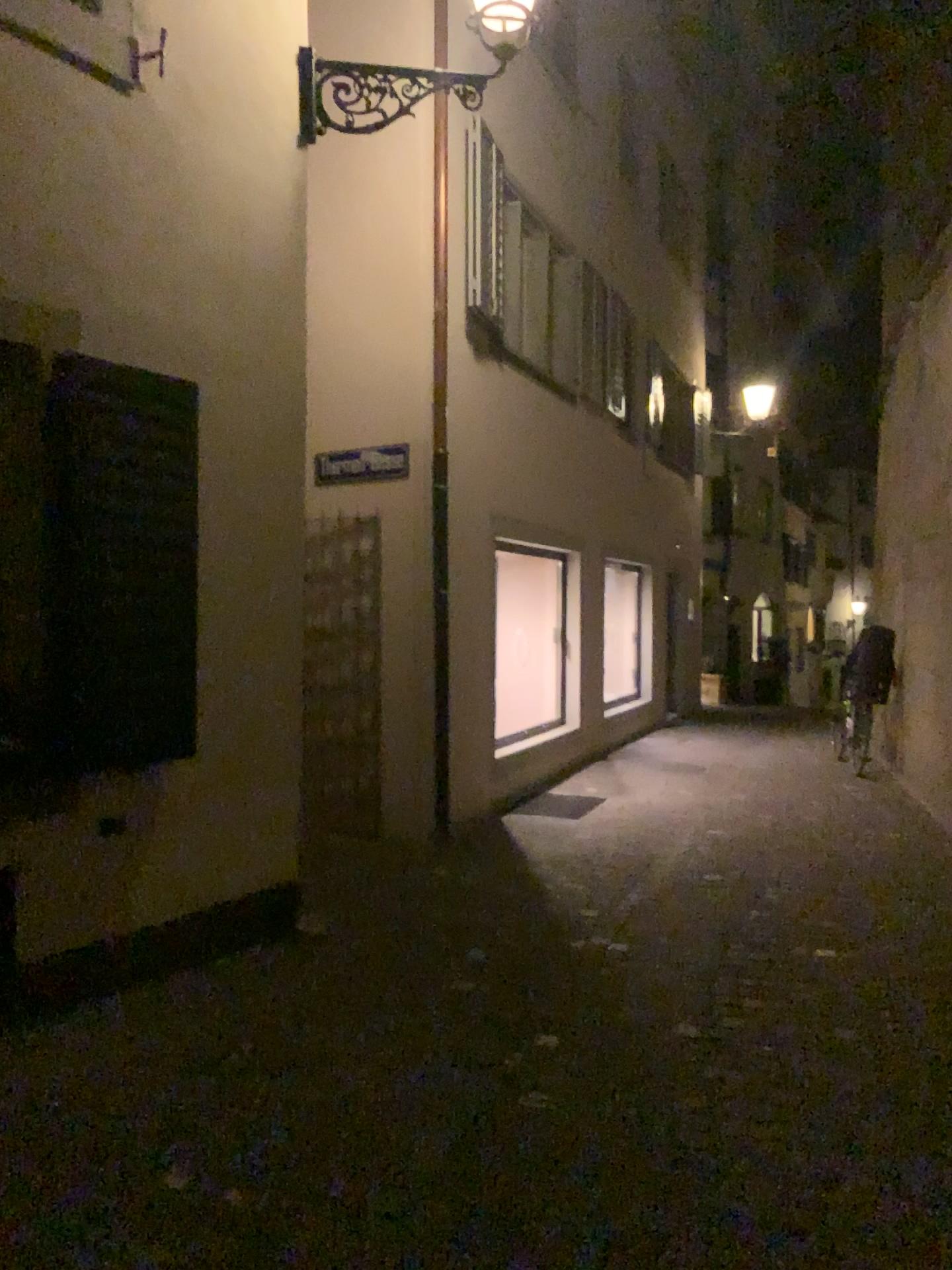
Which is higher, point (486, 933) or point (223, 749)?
point (223, 749)
